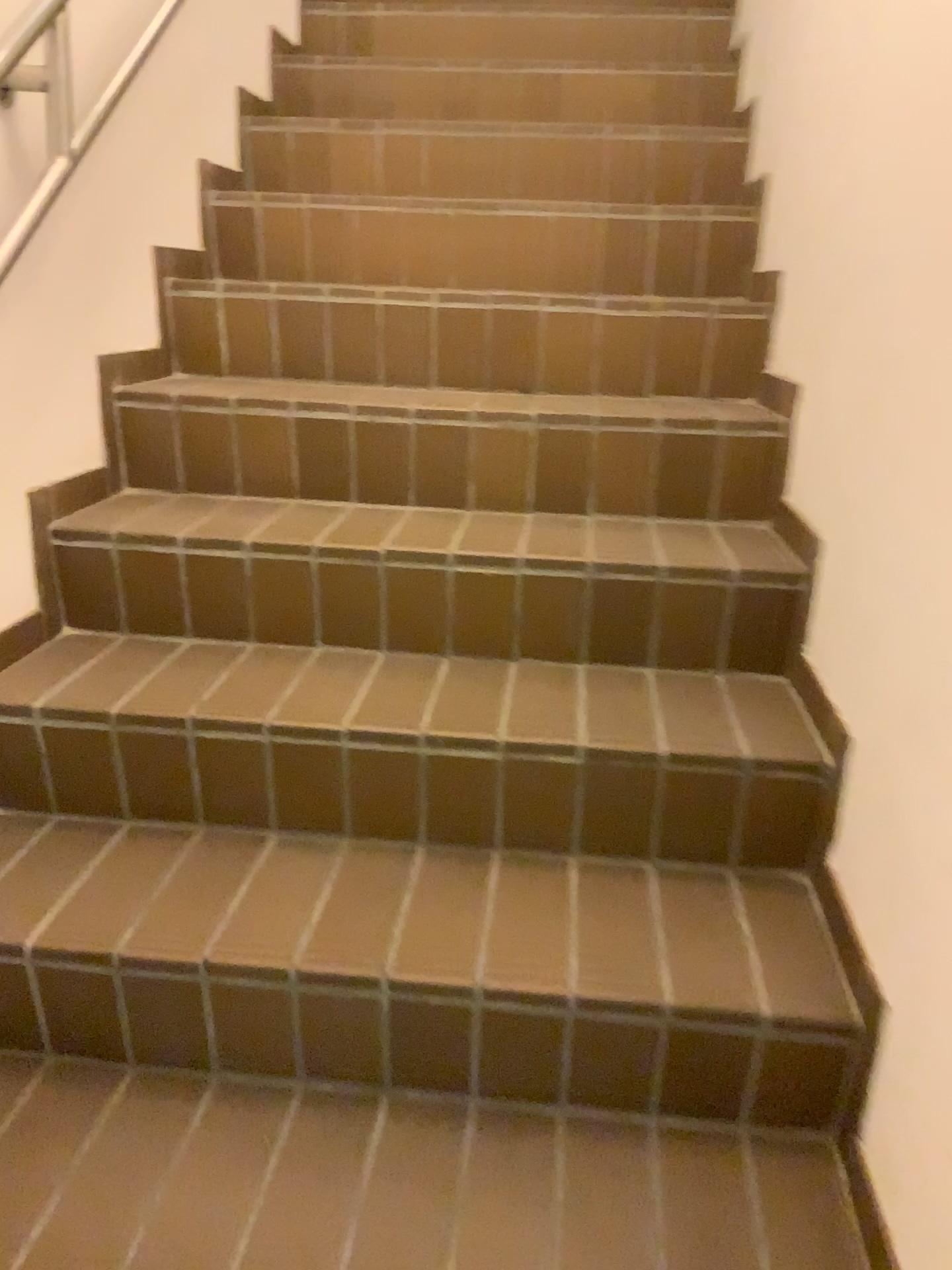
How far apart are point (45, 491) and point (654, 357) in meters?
1.1 m
